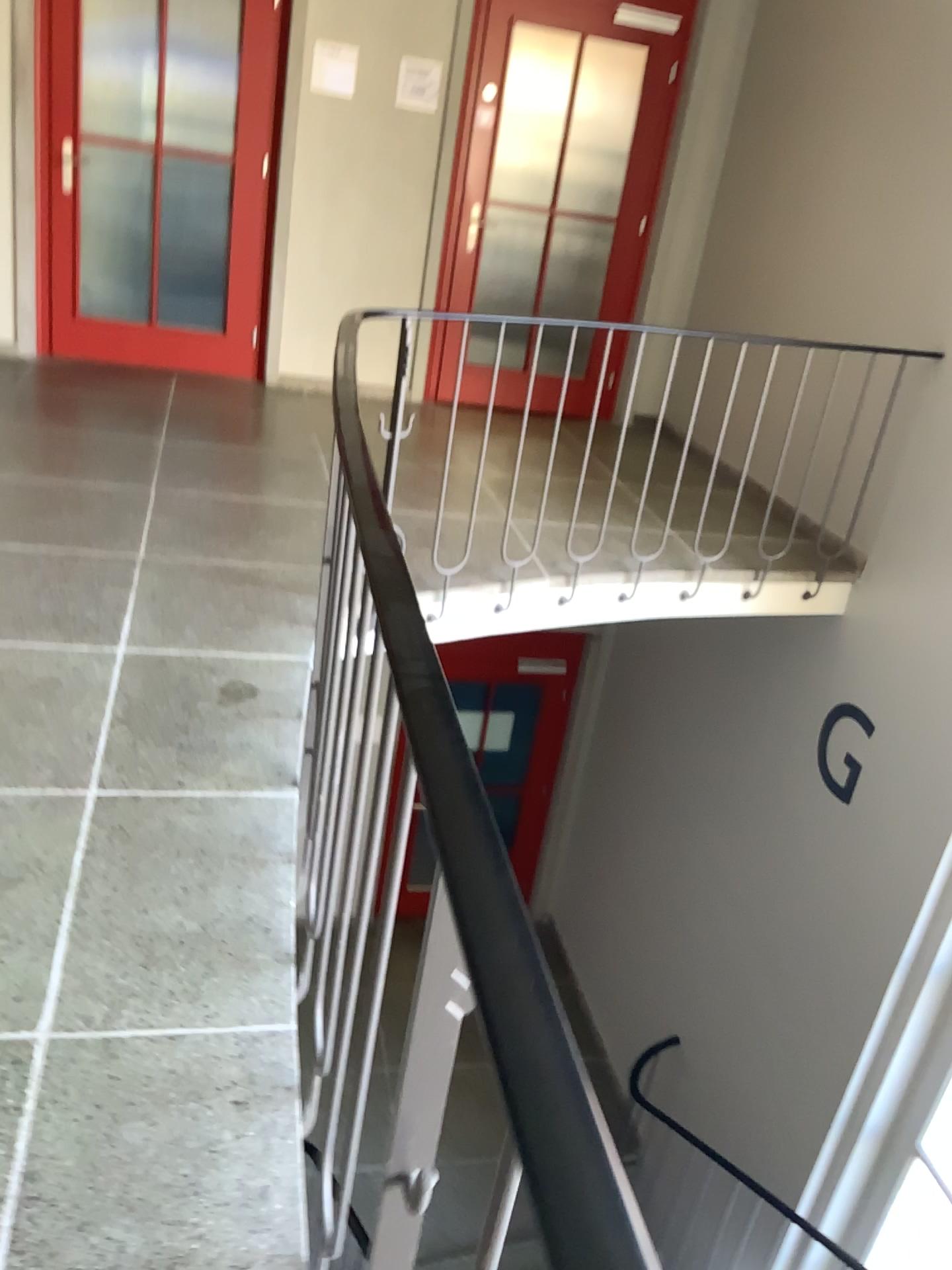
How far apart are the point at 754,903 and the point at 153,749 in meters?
3.5 m
